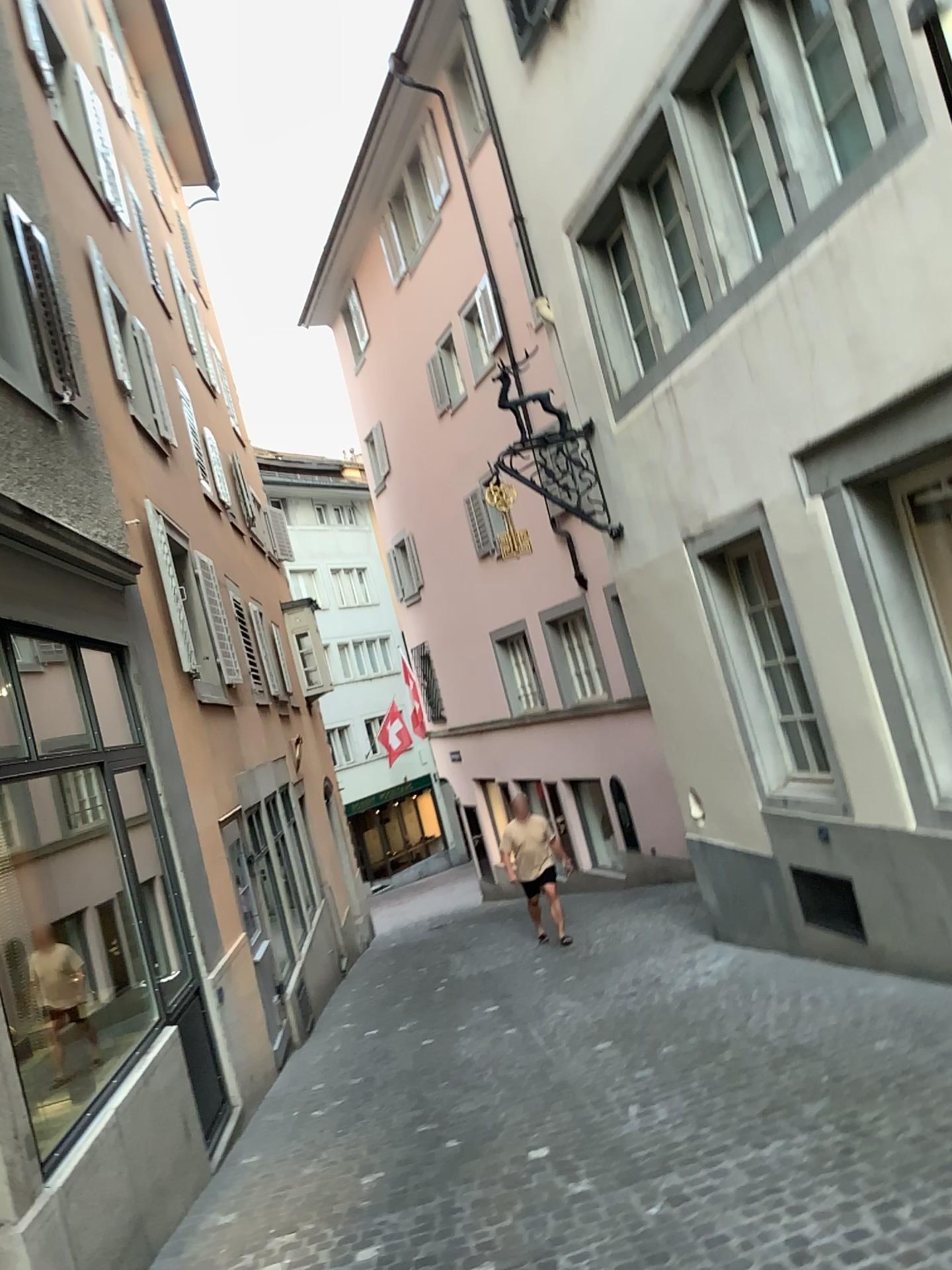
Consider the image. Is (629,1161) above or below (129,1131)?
below
